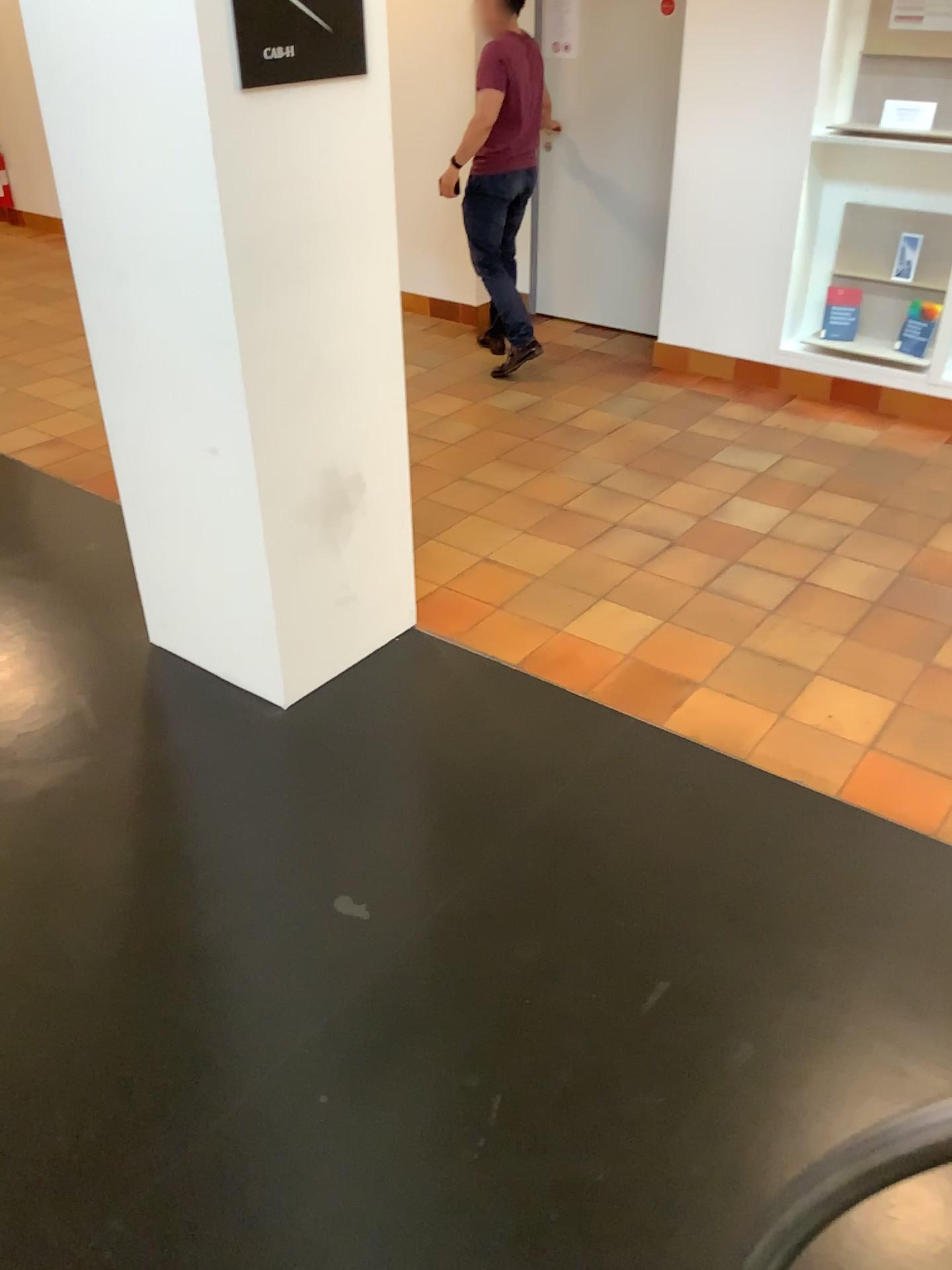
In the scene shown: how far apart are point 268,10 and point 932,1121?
2.3 meters

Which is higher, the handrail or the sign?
the sign

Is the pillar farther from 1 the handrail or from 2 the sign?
1 the handrail

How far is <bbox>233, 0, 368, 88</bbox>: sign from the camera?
2.2 meters

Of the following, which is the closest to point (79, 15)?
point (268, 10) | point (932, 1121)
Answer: point (268, 10)

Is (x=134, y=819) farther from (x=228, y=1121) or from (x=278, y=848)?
(x=228, y=1121)

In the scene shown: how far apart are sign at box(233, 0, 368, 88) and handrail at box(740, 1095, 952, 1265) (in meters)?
2.26

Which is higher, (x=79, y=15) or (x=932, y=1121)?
(x=79, y=15)

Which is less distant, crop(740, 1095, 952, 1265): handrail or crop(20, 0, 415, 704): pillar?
crop(740, 1095, 952, 1265): handrail

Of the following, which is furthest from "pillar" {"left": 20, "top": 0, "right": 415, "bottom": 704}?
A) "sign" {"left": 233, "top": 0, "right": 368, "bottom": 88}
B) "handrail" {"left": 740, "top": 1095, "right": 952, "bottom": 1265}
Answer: "handrail" {"left": 740, "top": 1095, "right": 952, "bottom": 1265}
